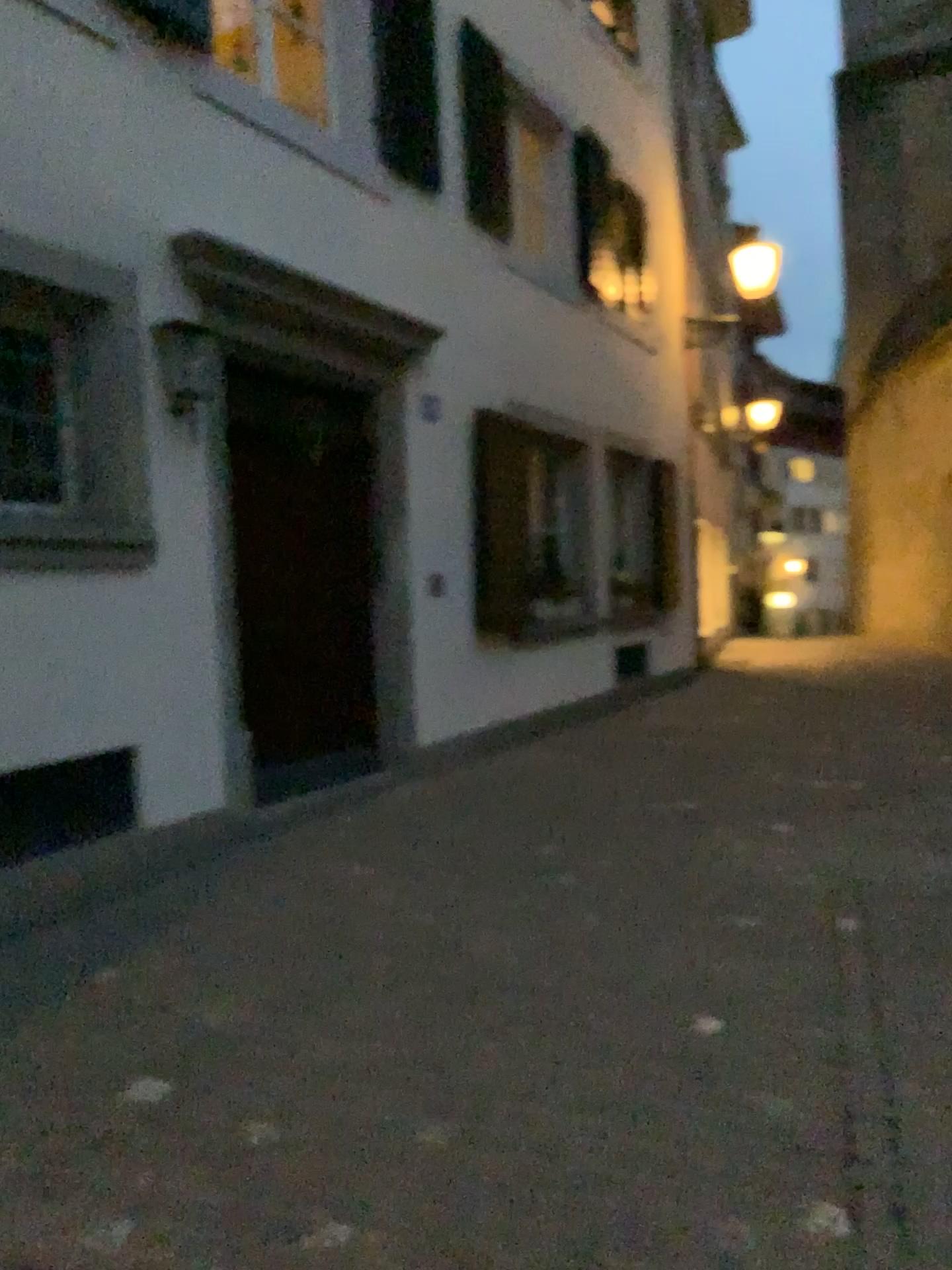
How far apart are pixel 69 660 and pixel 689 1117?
2.9 meters
